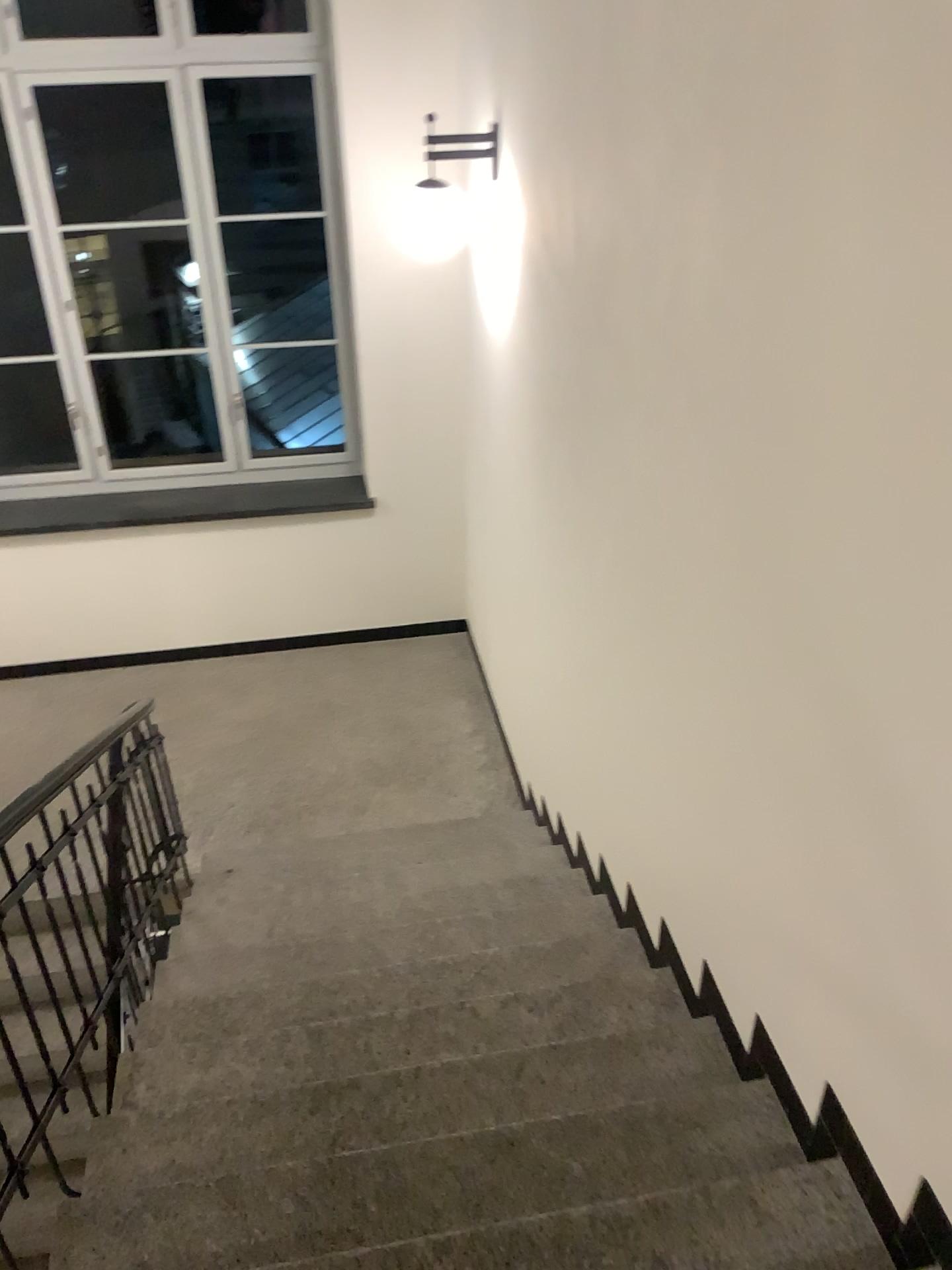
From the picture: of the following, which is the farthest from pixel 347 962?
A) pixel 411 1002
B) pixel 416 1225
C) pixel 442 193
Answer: pixel 442 193

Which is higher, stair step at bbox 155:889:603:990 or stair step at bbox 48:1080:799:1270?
stair step at bbox 48:1080:799:1270

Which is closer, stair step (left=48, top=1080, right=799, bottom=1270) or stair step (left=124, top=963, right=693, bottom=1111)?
stair step (left=48, top=1080, right=799, bottom=1270)

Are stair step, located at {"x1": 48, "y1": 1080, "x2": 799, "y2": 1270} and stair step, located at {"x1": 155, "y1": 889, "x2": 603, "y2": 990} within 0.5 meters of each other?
no

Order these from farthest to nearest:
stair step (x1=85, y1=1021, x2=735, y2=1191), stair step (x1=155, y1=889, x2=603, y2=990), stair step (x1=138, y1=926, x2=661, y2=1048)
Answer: stair step (x1=155, y1=889, x2=603, y2=990) → stair step (x1=138, y1=926, x2=661, y2=1048) → stair step (x1=85, y1=1021, x2=735, y2=1191)

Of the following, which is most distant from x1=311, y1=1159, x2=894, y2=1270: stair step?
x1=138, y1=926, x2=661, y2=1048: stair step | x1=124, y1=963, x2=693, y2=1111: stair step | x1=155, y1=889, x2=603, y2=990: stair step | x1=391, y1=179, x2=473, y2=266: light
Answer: x1=391, y1=179, x2=473, y2=266: light

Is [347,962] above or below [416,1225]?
below

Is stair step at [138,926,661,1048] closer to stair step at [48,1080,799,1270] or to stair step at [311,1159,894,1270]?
stair step at [48,1080,799,1270]

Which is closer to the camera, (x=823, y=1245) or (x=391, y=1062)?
(x=823, y=1245)

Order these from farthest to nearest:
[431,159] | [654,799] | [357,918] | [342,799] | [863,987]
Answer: [342,799] → [431,159] → [357,918] → [654,799] → [863,987]
